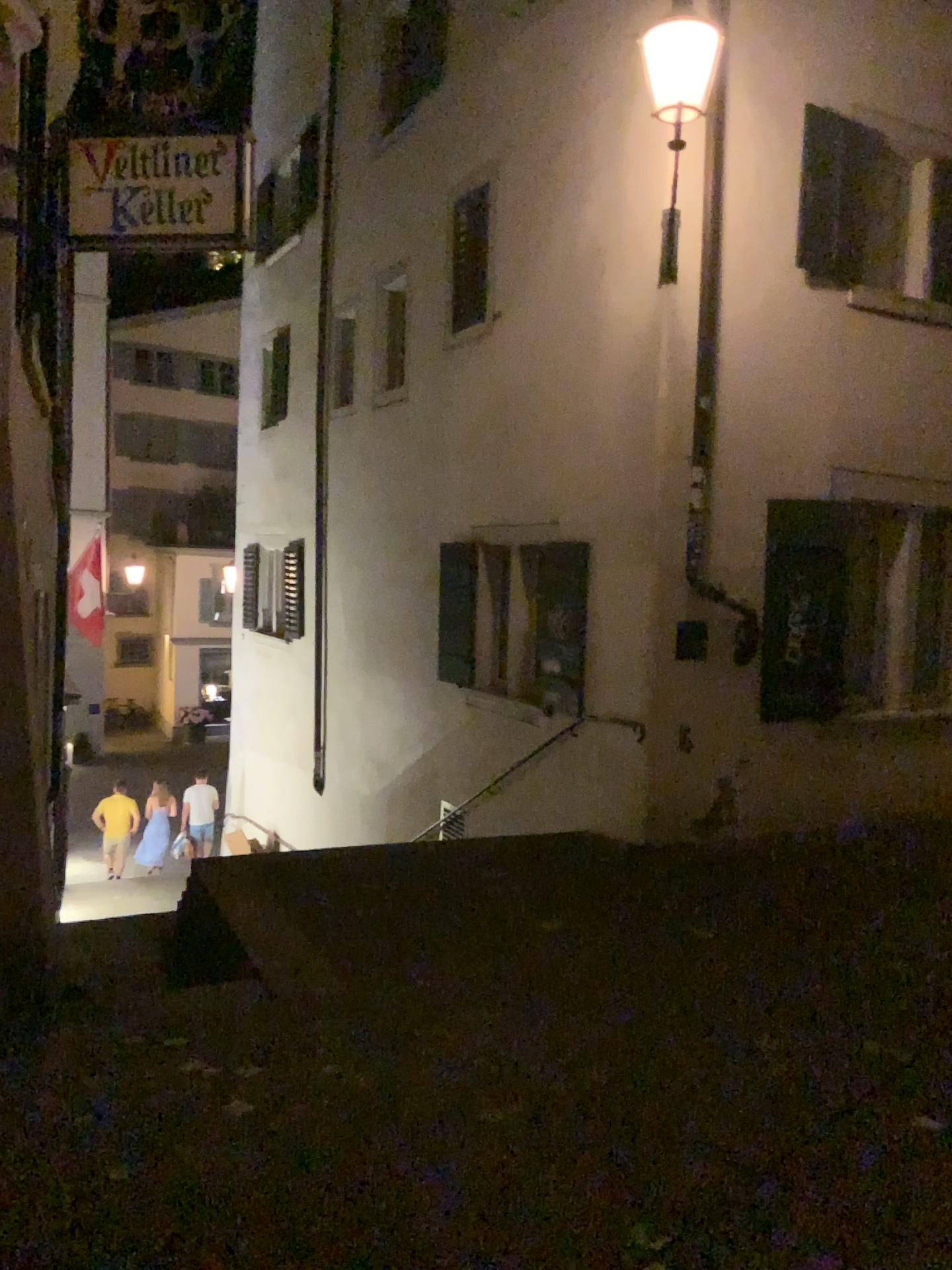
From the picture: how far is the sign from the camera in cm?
392

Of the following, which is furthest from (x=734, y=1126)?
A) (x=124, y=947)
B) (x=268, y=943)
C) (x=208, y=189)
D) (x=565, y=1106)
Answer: (x=208, y=189)

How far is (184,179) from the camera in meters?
3.9 m
